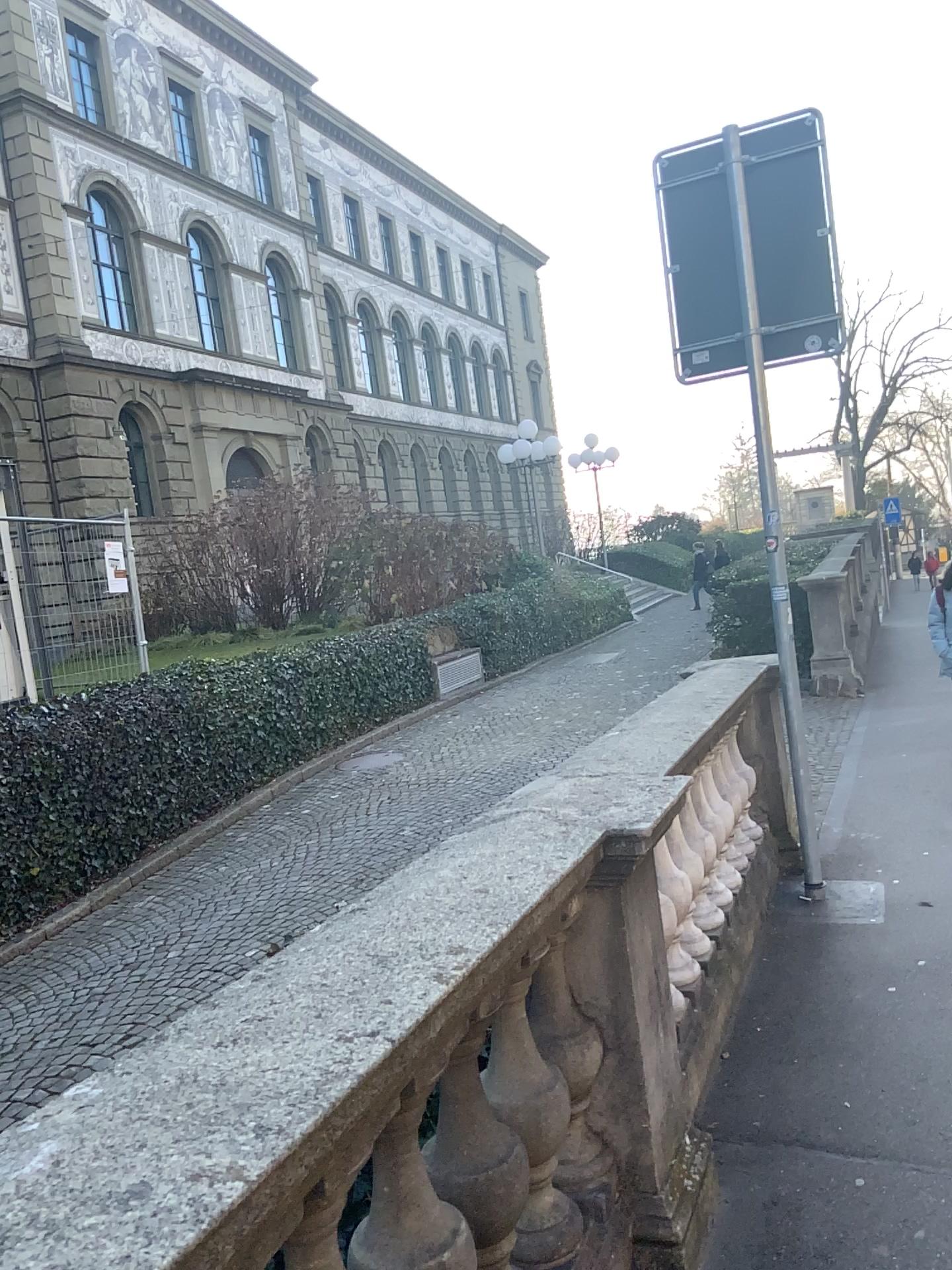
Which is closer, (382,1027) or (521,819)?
(382,1027)
